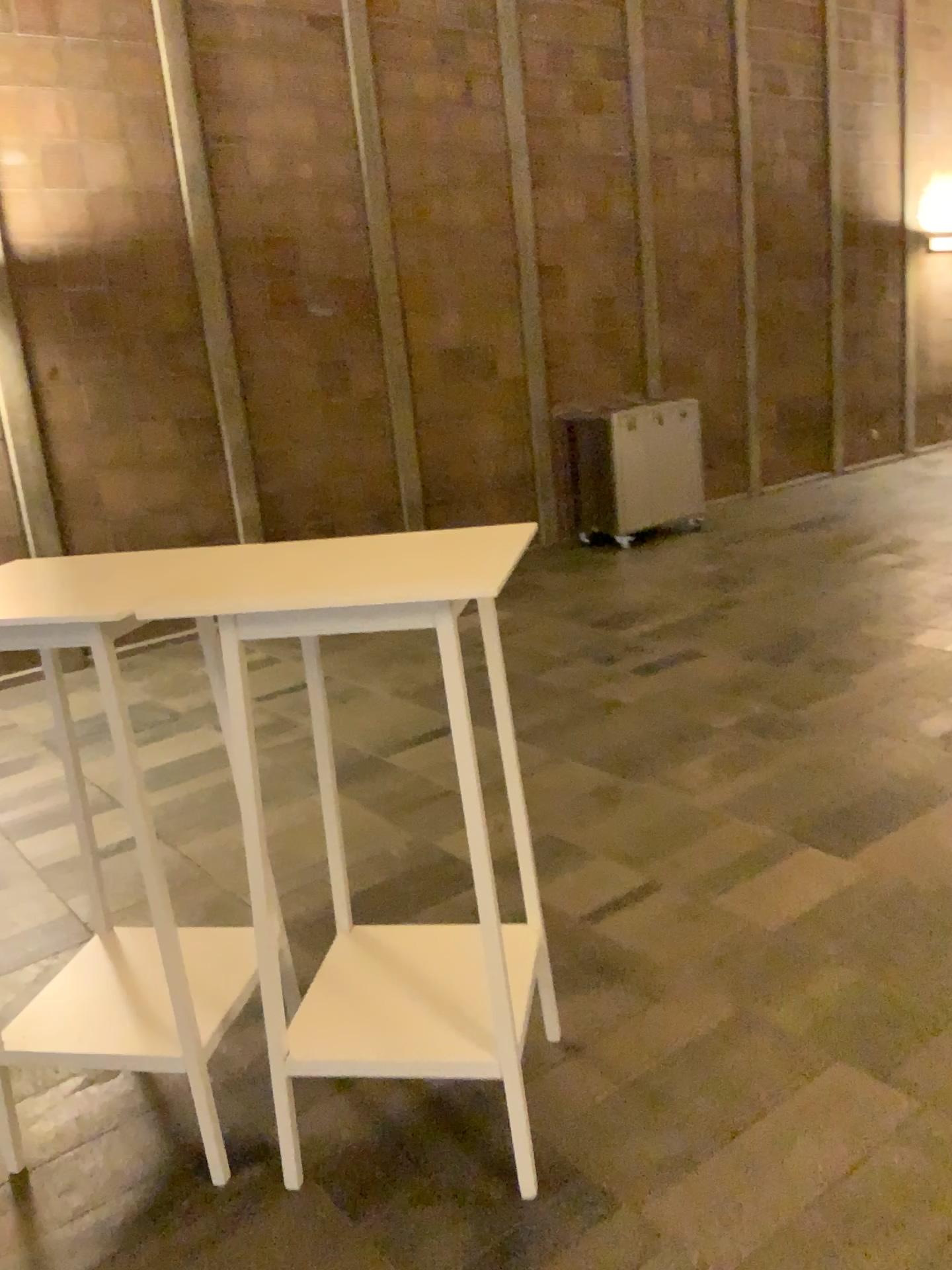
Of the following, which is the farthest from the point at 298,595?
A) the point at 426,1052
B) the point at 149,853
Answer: the point at 426,1052

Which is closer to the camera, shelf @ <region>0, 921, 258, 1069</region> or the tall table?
the tall table

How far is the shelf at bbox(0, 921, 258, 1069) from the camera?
2.1 meters

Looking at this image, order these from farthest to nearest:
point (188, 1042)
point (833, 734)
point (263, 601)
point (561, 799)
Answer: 1. point (833, 734)
2. point (561, 799)
3. point (188, 1042)
4. point (263, 601)

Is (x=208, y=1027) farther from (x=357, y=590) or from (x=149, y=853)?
(x=357, y=590)

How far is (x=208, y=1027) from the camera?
2.11m

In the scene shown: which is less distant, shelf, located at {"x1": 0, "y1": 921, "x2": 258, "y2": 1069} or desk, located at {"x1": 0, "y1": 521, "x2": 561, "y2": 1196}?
desk, located at {"x1": 0, "y1": 521, "x2": 561, "y2": 1196}
